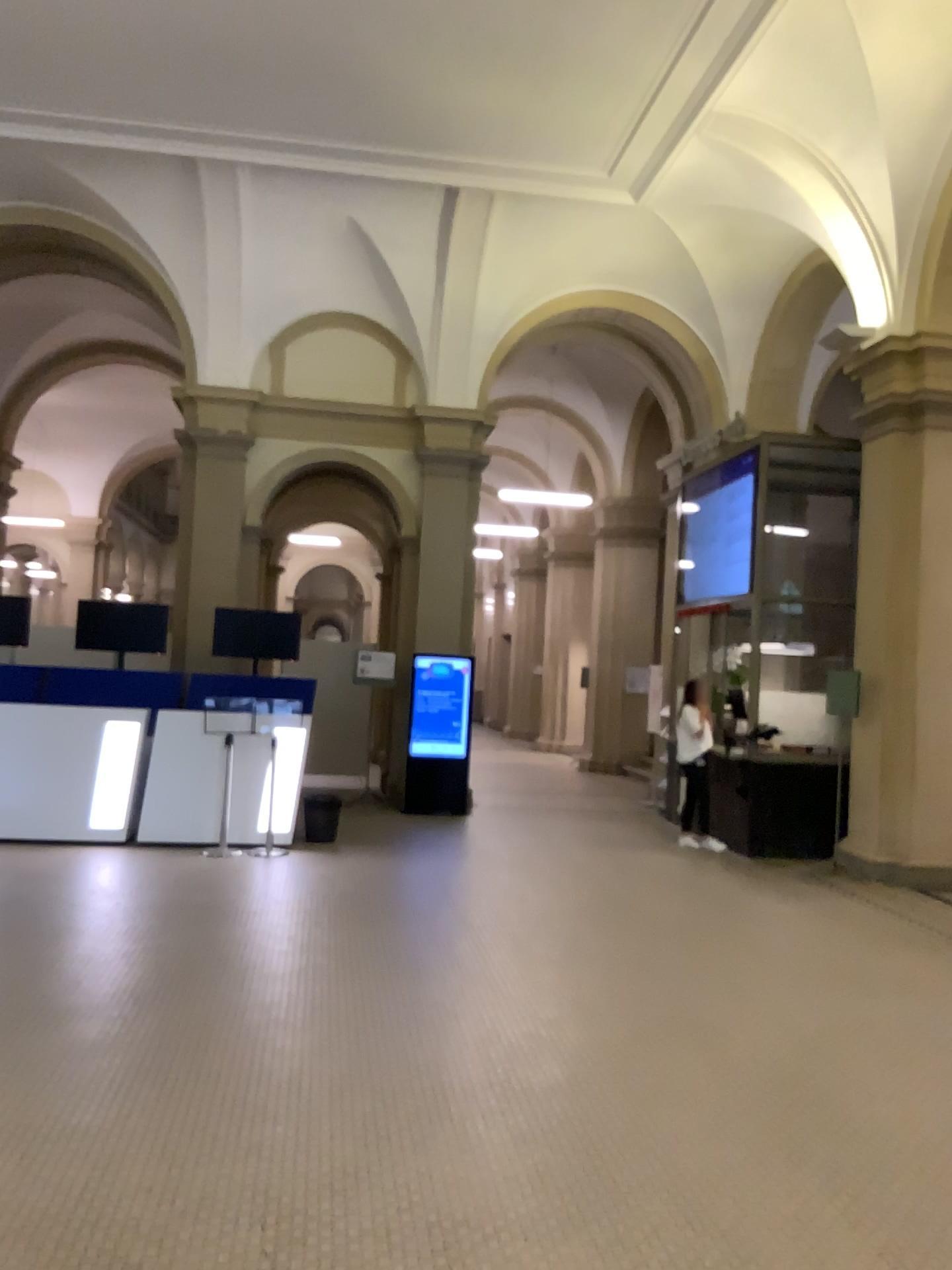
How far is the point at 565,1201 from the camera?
3.31m
